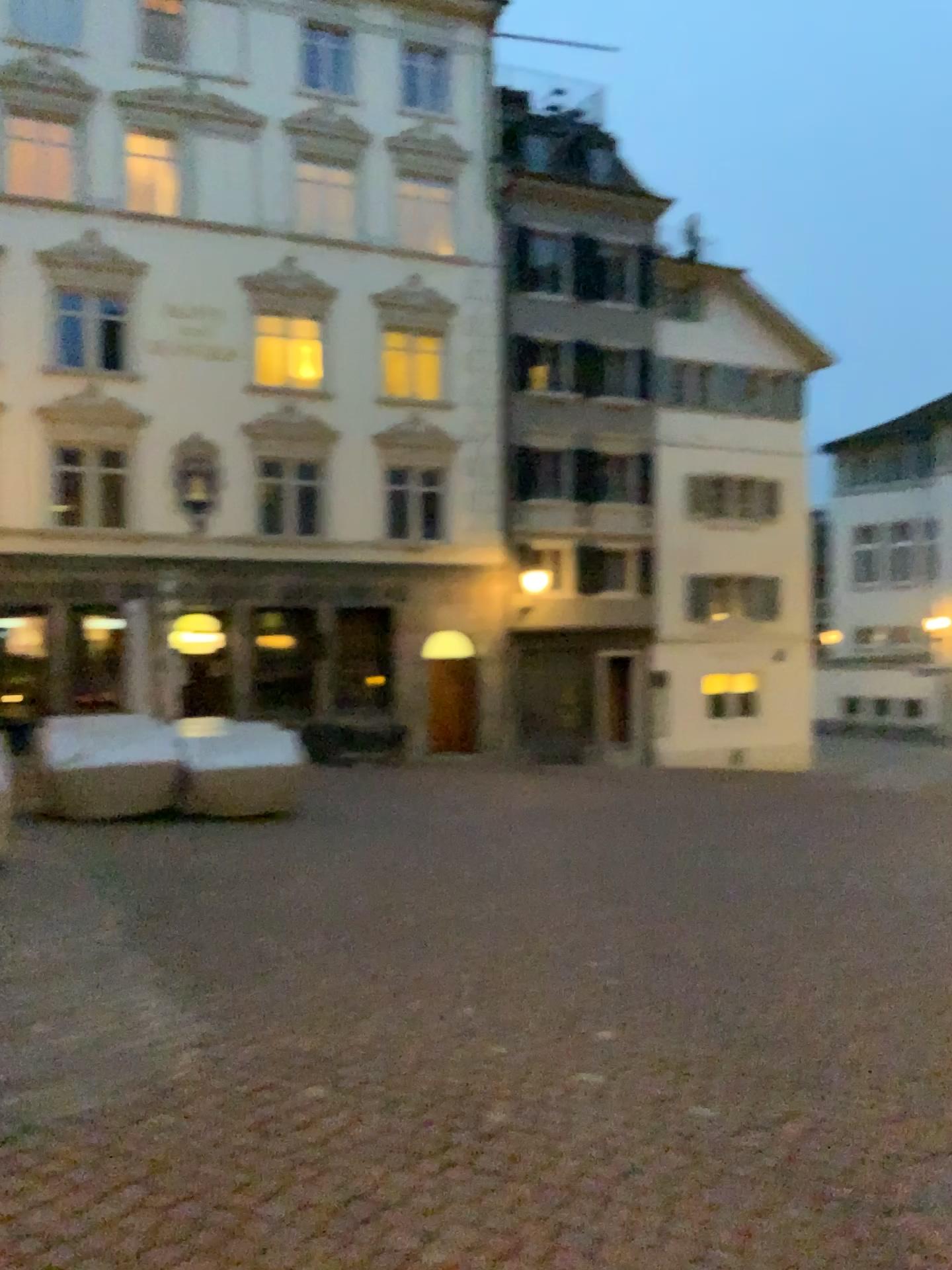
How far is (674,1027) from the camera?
4.62m
